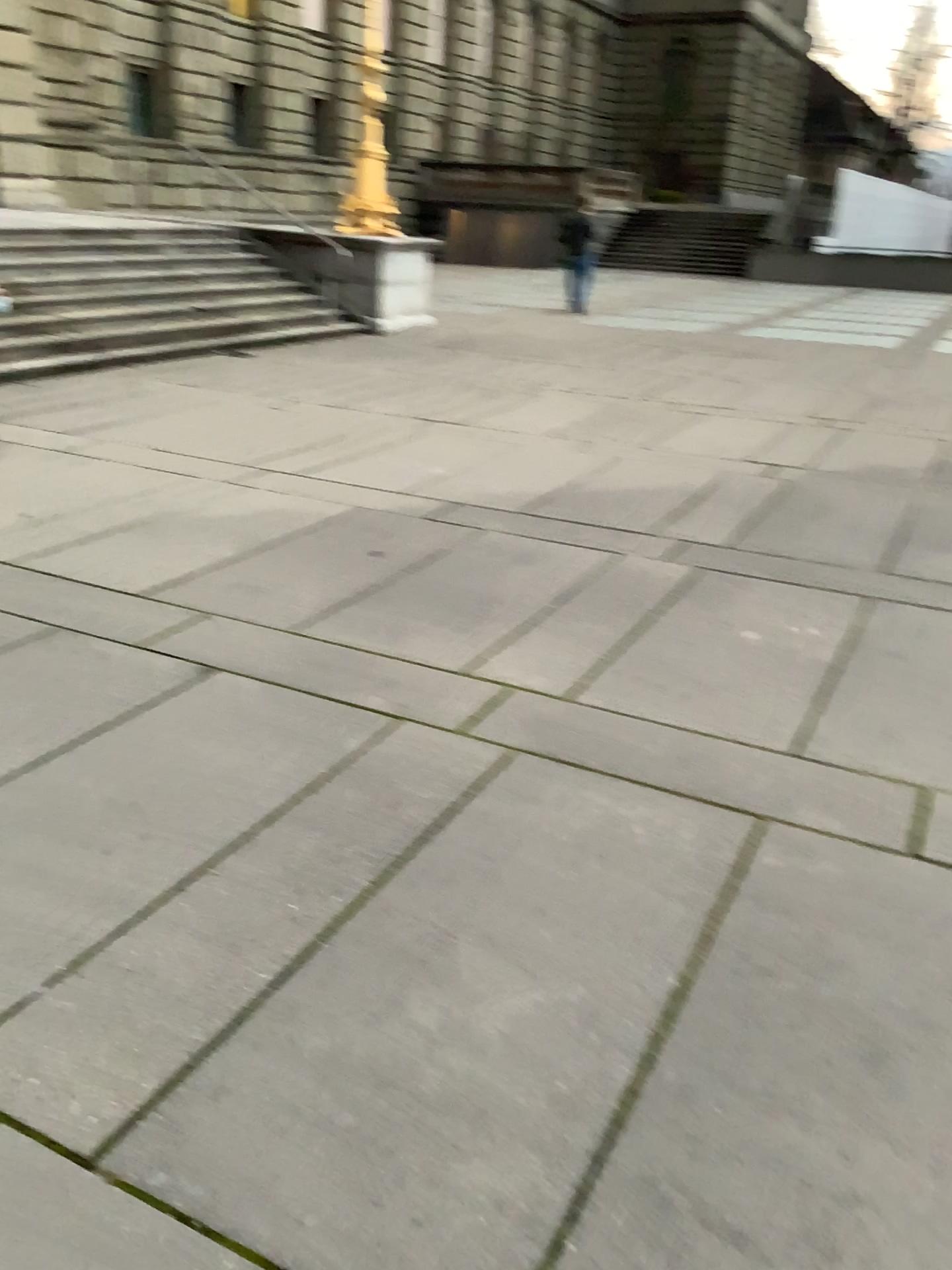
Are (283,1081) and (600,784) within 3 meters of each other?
yes
